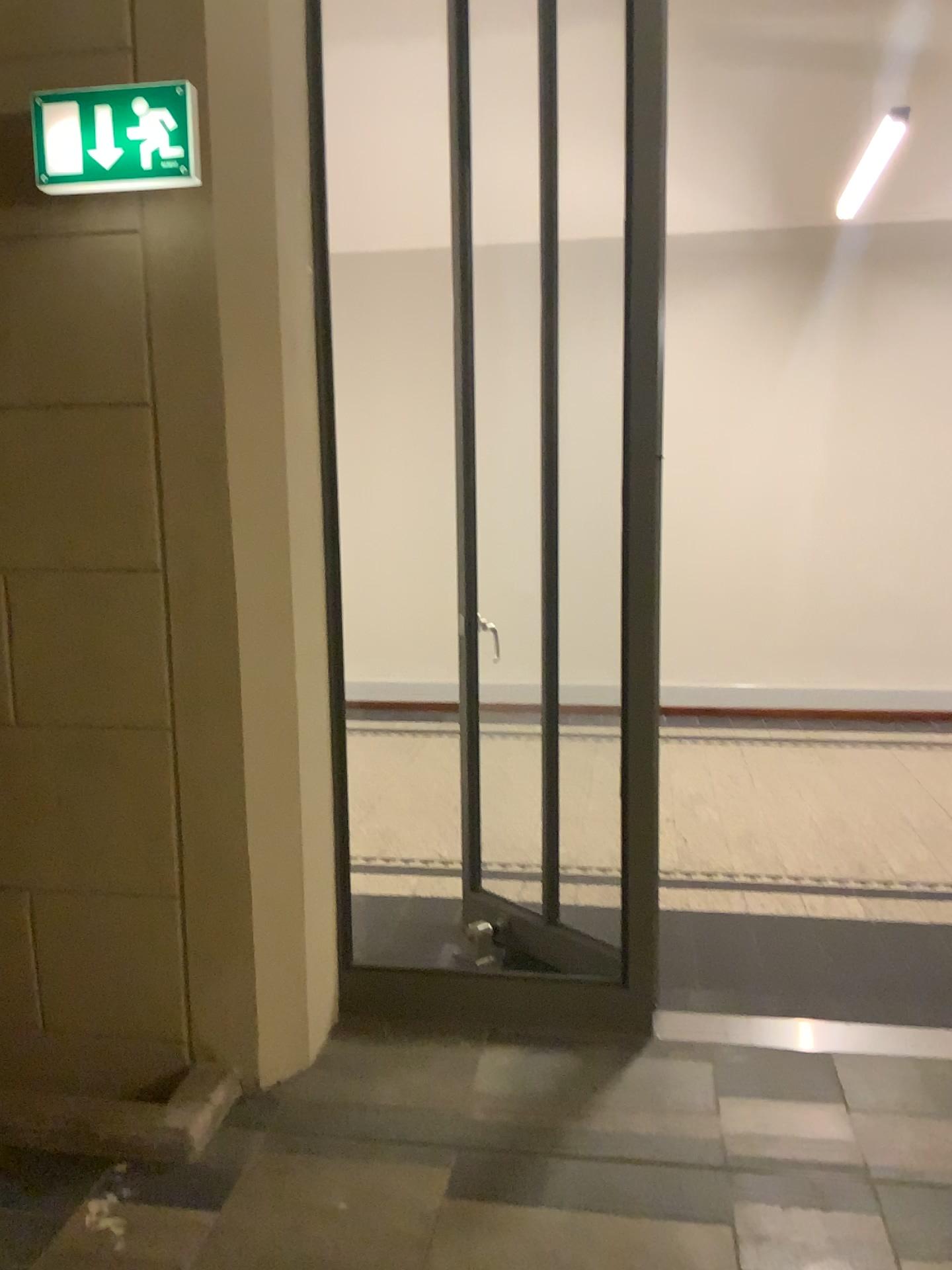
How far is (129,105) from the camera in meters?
2.3

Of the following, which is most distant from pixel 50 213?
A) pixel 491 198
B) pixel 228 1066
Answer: pixel 228 1066

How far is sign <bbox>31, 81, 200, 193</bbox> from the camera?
2.29m
